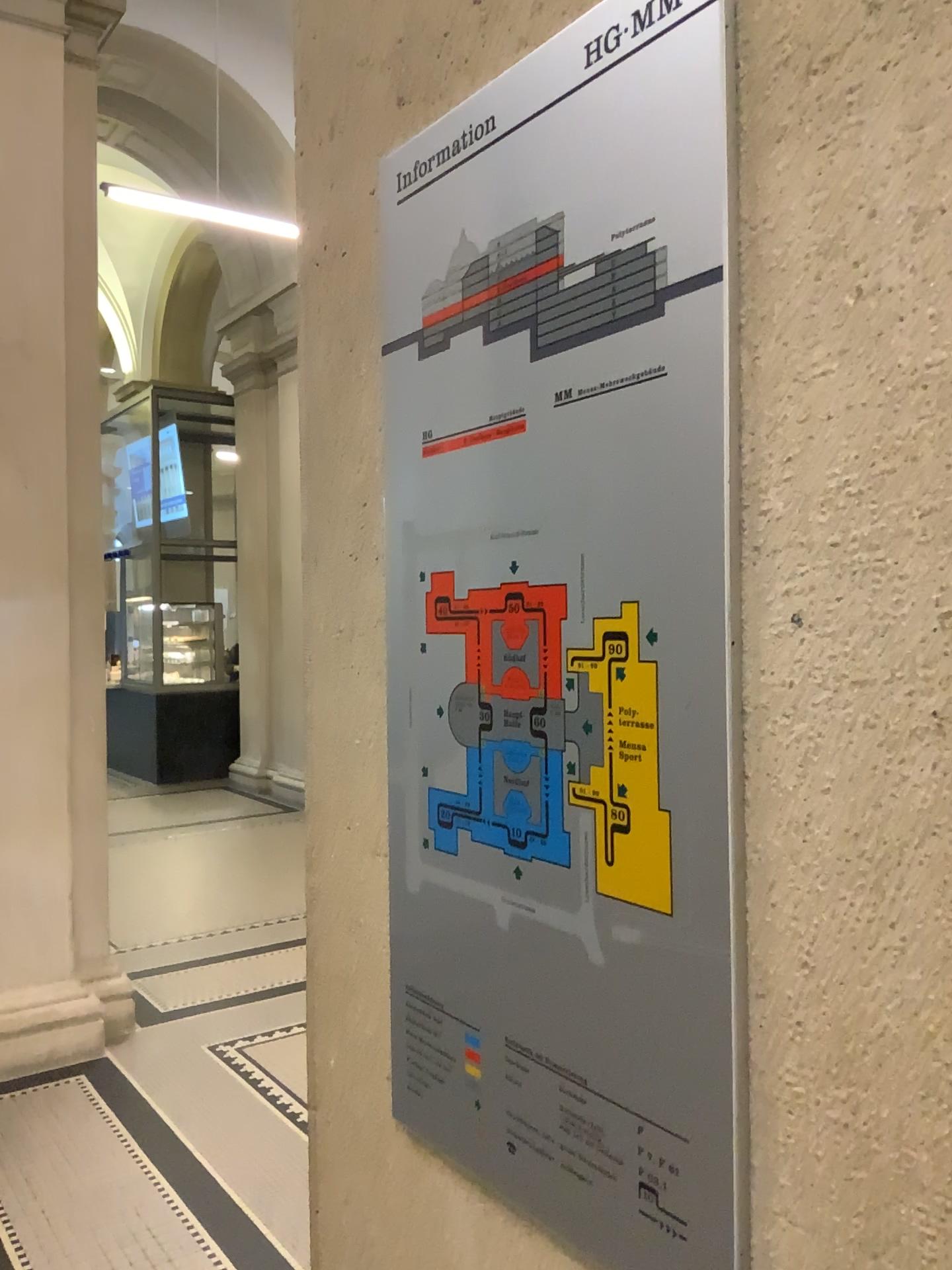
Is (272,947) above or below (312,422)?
below

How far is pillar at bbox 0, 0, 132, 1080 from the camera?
3.98m

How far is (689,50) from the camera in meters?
0.7 m

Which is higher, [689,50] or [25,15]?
[25,15]

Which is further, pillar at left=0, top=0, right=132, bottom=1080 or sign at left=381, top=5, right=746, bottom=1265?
pillar at left=0, top=0, right=132, bottom=1080

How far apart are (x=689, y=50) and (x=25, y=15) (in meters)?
4.23

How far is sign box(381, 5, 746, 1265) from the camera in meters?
0.7

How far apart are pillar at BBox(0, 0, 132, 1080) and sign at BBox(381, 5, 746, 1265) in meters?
3.4
